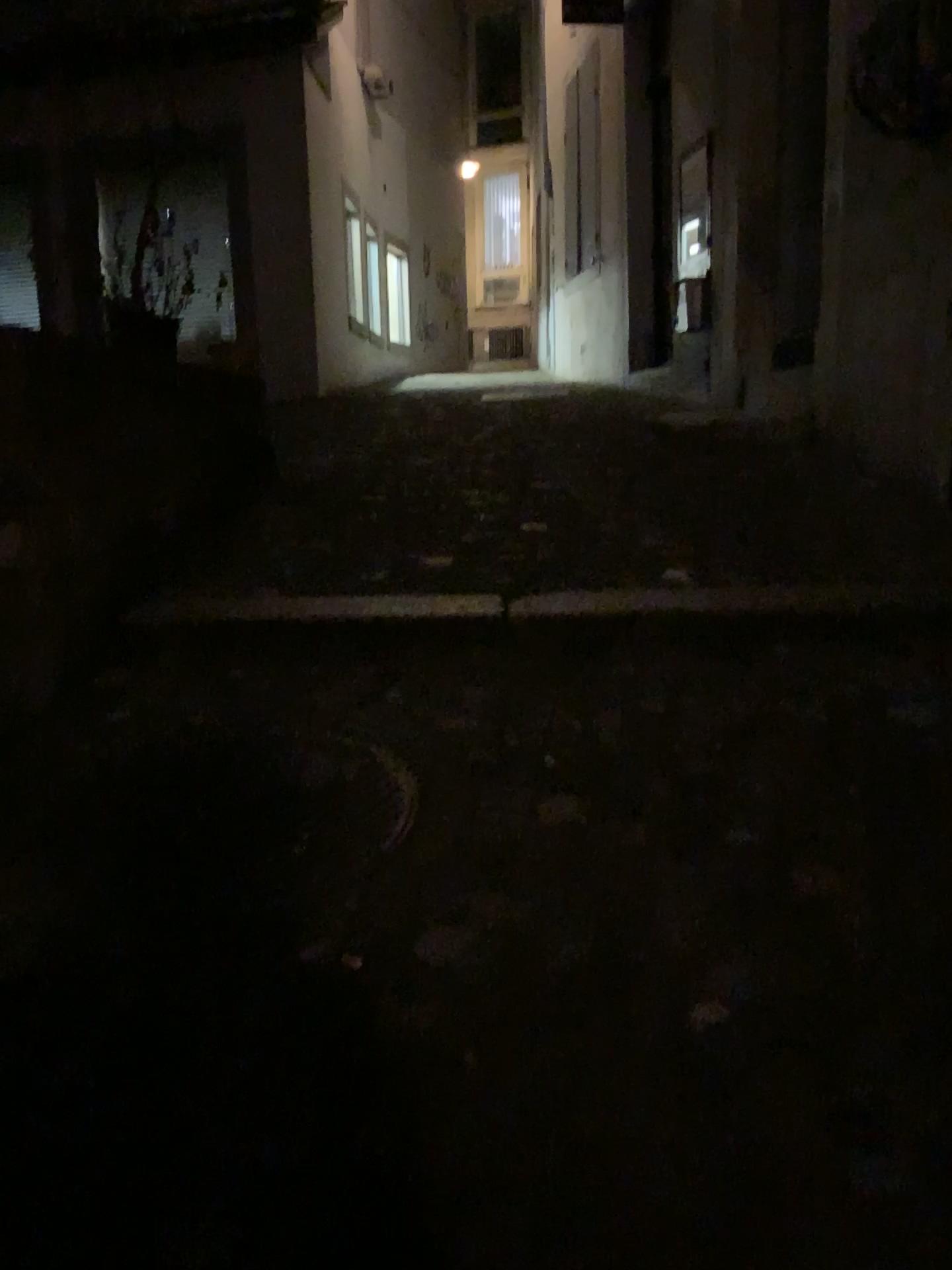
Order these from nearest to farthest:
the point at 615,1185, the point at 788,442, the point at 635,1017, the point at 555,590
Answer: the point at 615,1185 → the point at 635,1017 → the point at 555,590 → the point at 788,442
